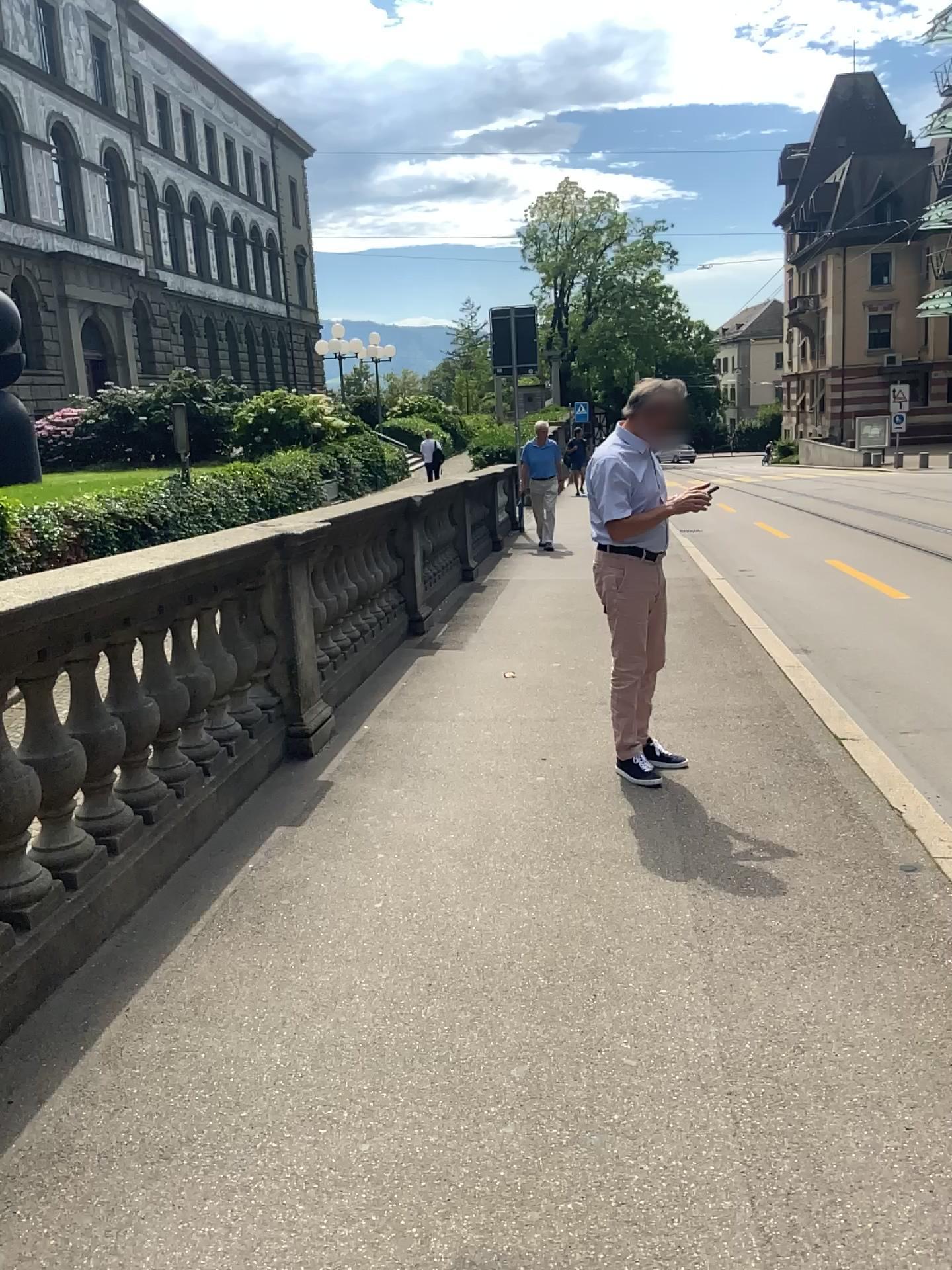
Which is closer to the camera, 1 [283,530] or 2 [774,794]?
2 [774,794]
